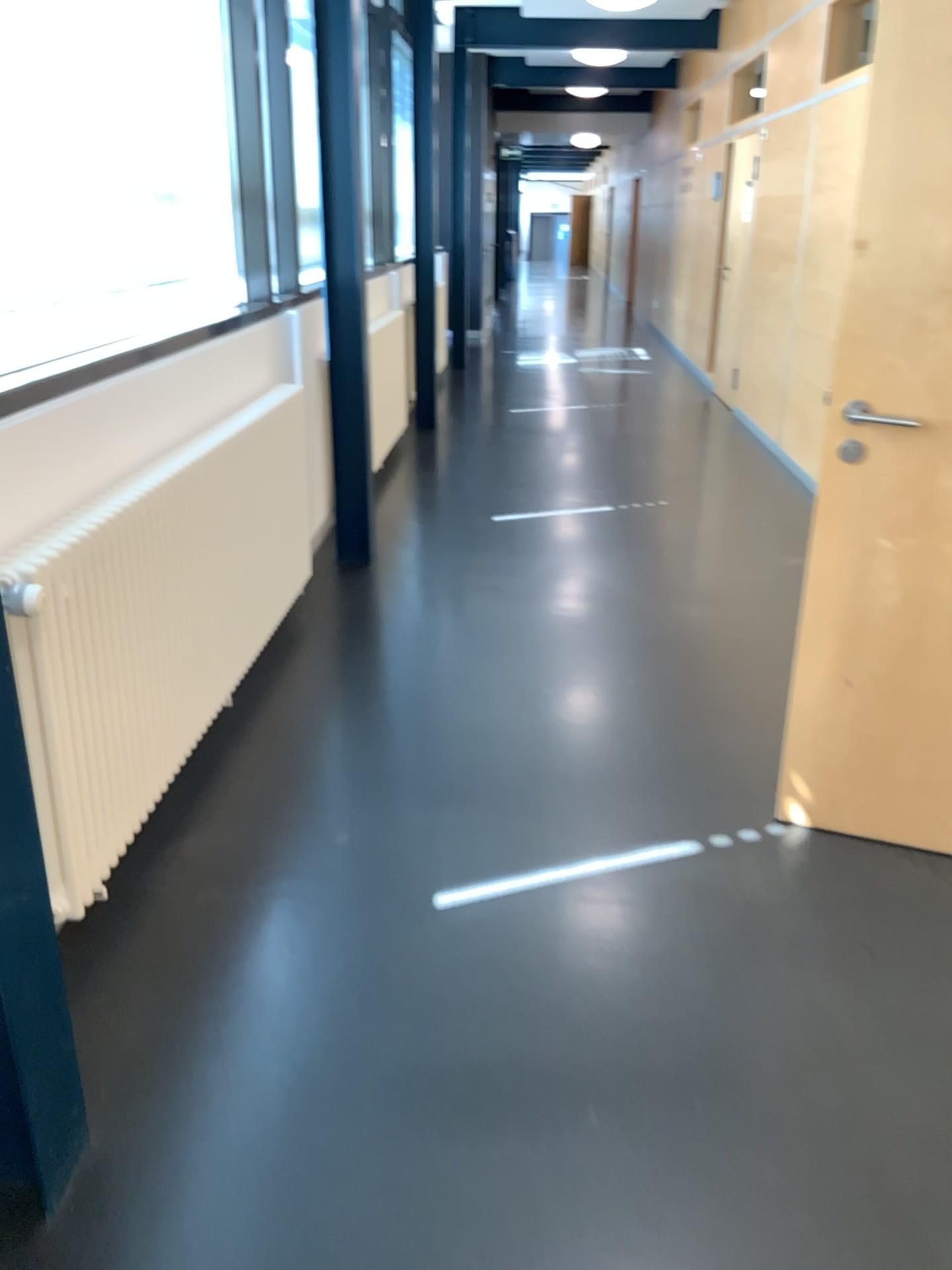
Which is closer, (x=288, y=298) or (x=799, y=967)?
(x=799, y=967)
